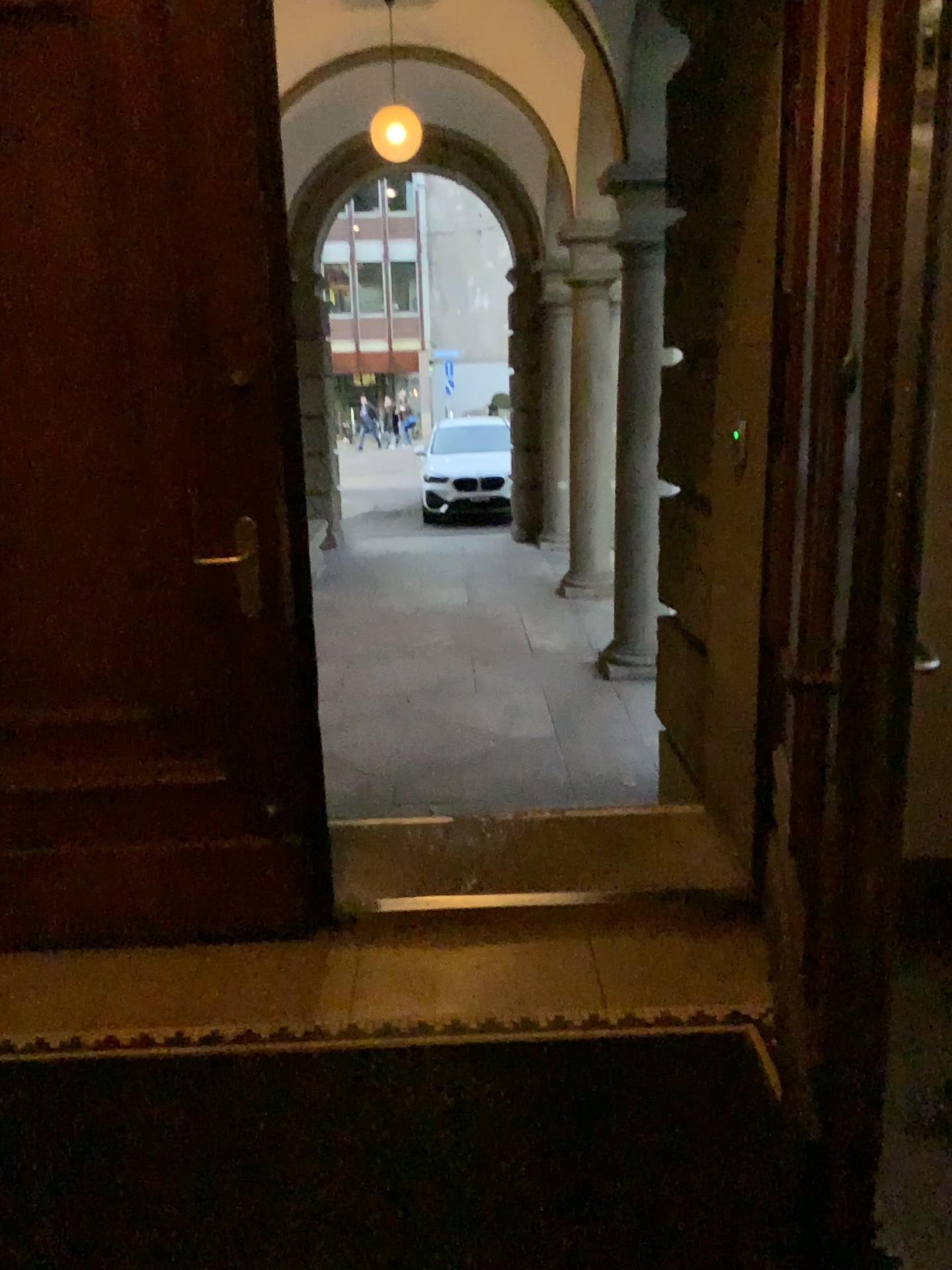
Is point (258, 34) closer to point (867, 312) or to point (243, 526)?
point (243, 526)

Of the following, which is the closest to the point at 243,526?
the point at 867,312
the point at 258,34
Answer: the point at 258,34

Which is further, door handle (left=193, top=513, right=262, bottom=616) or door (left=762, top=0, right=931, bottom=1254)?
door handle (left=193, top=513, right=262, bottom=616)

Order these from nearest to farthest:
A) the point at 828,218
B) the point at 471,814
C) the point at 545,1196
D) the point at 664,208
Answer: the point at 828,218 < the point at 545,1196 < the point at 471,814 < the point at 664,208

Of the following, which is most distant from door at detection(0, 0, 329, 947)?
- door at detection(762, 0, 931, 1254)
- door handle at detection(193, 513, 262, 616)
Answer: door at detection(762, 0, 931, 1254)

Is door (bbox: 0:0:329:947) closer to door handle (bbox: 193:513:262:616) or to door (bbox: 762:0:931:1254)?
door handle (bbox: 193:513:262:616)

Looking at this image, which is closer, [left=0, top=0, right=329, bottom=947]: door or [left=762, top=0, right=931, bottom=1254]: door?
[left=762, top=0, right=931, bottom=1254]: door

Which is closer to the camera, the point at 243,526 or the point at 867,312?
the point at 867,312
